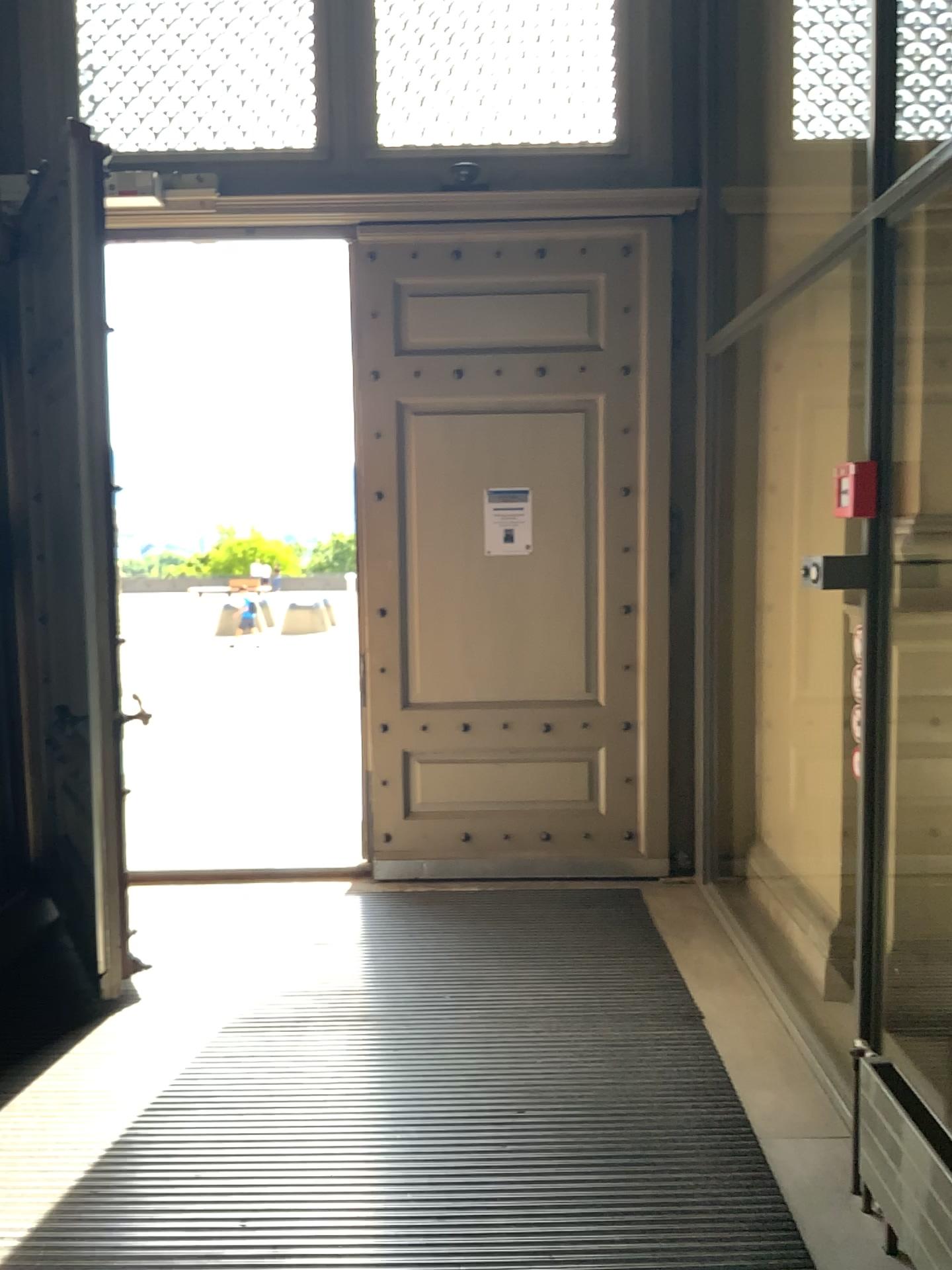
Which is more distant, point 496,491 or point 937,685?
point 496,491

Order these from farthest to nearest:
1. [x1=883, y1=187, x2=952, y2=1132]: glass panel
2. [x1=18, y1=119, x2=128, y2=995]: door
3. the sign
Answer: the sign → [x1=18, y1=119, x2=128, y2=995]: door → [x1=883, y1=187, x2=952, y2=1132]: glass panel

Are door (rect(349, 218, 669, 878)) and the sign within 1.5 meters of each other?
yes

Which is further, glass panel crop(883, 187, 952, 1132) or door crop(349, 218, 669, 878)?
door crop(349, 218, 669, 878)

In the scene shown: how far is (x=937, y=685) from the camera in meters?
3.1 m

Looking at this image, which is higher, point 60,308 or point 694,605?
point 60,308

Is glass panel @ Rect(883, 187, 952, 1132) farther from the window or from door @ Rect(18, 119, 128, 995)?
door @ Rect(18, 119, 128, 995)

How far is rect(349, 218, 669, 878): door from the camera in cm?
462

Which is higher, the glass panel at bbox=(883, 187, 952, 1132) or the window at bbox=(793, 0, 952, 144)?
the window at bbox=(793, 0, 952, 144)

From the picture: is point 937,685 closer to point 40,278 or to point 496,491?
point 496,491
